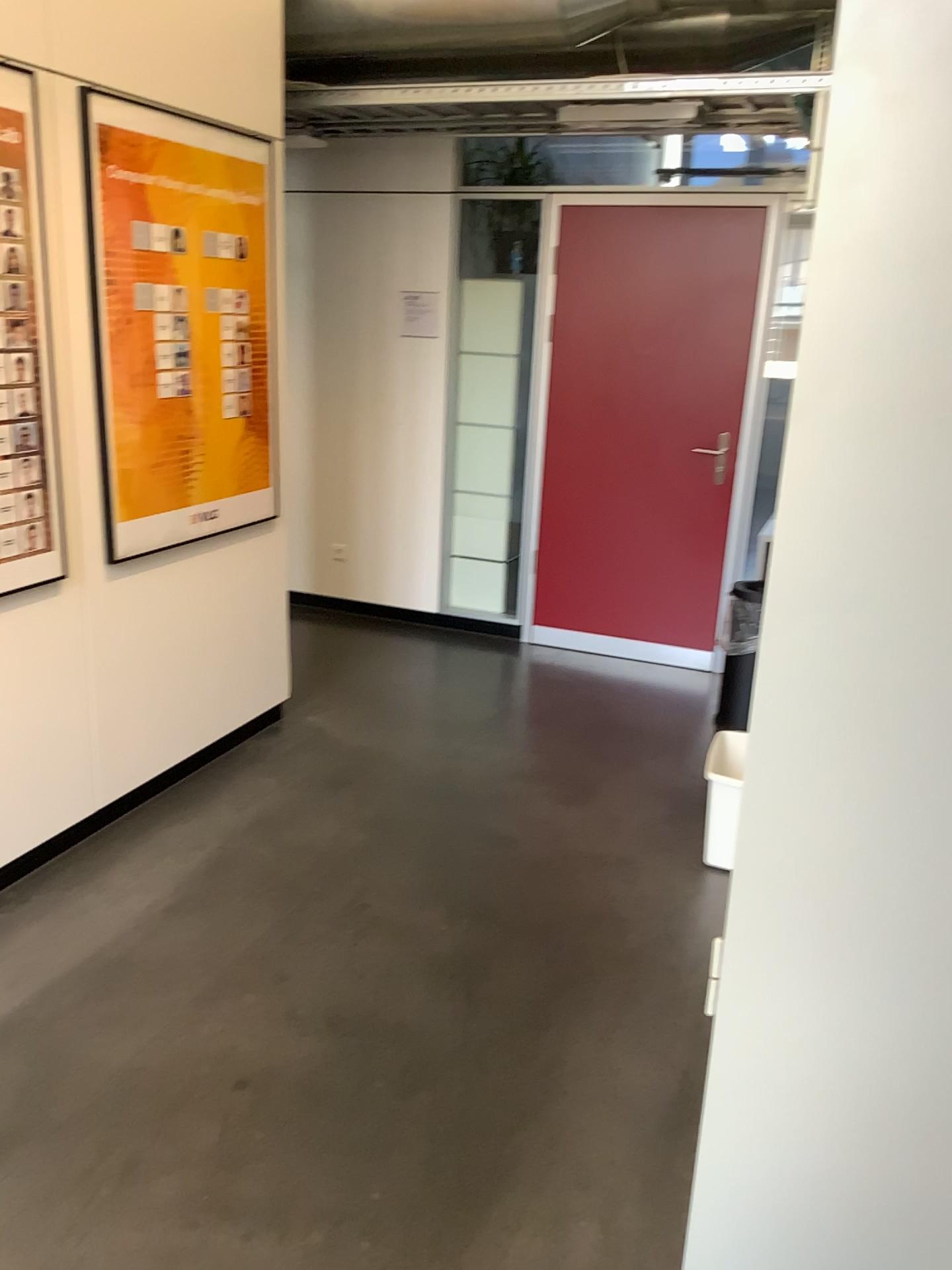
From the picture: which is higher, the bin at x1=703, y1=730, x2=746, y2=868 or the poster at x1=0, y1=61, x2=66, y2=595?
the poster at x1=0, y1=61, x2=66, y2=595

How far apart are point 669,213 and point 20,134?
2.98m

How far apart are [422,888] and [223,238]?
2.2m

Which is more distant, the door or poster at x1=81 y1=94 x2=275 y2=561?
the door

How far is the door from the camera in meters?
4.7 m

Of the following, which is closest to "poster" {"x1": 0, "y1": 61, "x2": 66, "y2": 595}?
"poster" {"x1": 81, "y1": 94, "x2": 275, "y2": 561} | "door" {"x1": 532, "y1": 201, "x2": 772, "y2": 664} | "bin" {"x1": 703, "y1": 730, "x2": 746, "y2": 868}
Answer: "poster" {"x1": 81, "y1": 94, "x2": 275, "y2": 561}

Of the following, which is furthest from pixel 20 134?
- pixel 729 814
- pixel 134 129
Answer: pixel 729 814

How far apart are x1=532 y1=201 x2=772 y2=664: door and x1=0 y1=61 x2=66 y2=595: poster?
2.6 meters

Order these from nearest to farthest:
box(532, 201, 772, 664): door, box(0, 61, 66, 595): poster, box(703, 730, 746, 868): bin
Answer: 1. box(0, 61, 66, 595): poster
2. box(703, 730, 746, 868): bin
3. box(532, 201, 772, 664): door

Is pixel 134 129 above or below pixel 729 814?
above
